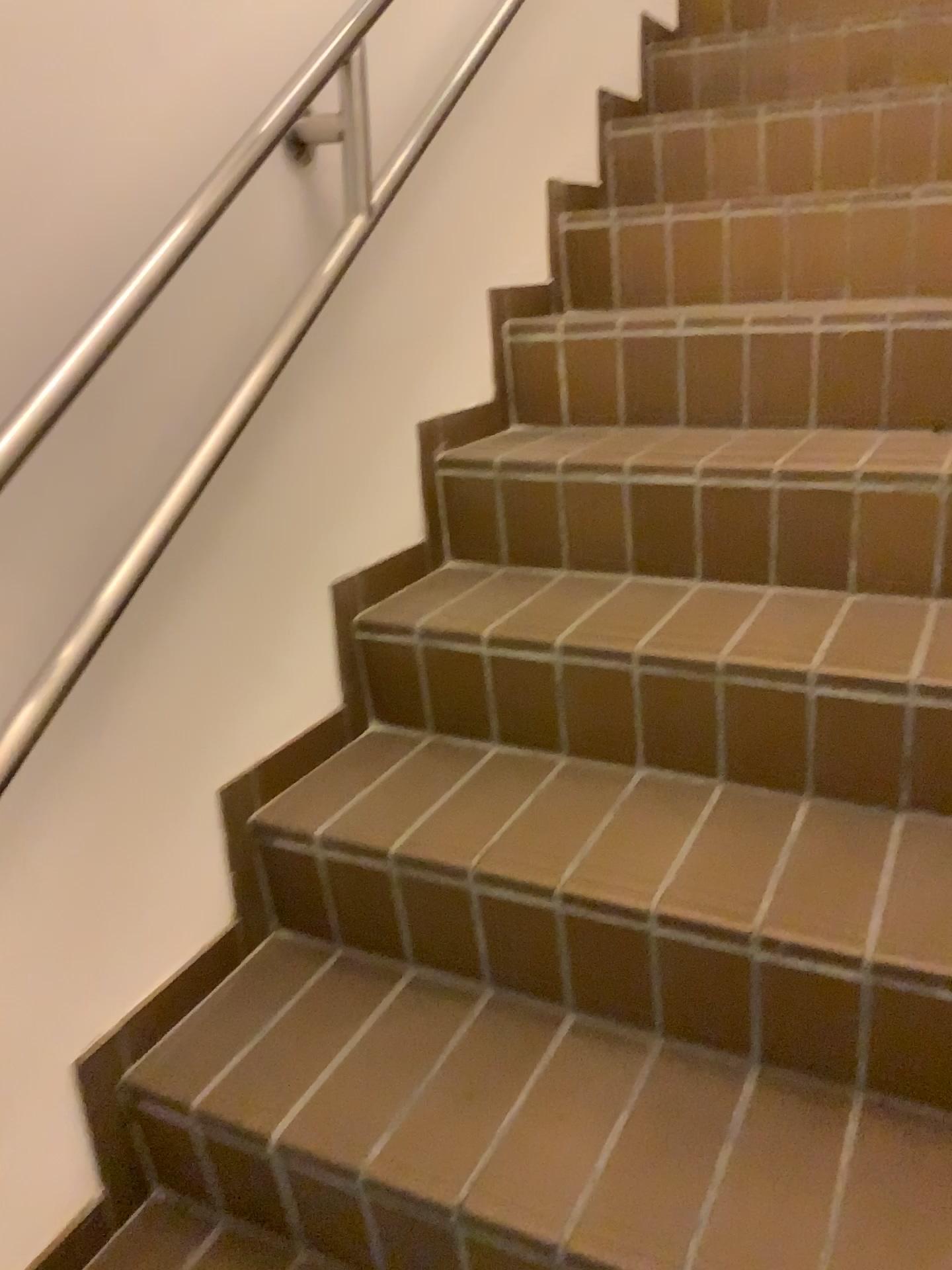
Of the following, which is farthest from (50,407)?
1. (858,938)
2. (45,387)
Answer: (858,938)

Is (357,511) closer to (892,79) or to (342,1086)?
(342,1086)

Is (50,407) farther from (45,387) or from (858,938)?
(858,938)

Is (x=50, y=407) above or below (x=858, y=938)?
above

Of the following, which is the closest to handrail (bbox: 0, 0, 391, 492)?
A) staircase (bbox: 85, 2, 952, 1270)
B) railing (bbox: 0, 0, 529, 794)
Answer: railing (bbox: 0, 0, 529, 794)

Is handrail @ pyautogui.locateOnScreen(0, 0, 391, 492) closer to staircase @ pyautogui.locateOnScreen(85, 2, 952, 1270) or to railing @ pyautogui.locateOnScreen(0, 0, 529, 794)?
railing @ pyautogui.locateOnScreen(0, 0, 529, 794)
